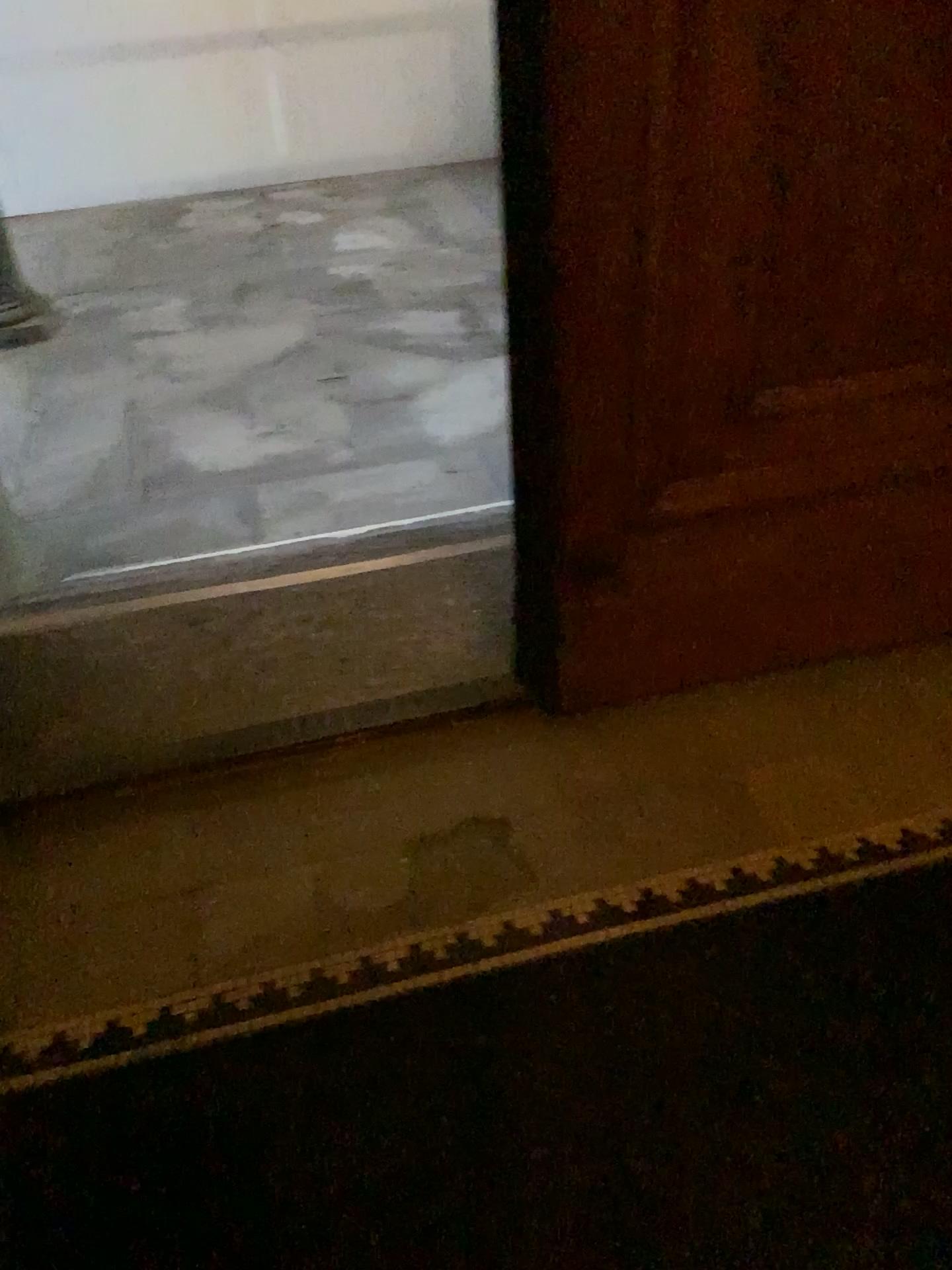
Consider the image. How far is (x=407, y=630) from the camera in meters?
2.4
